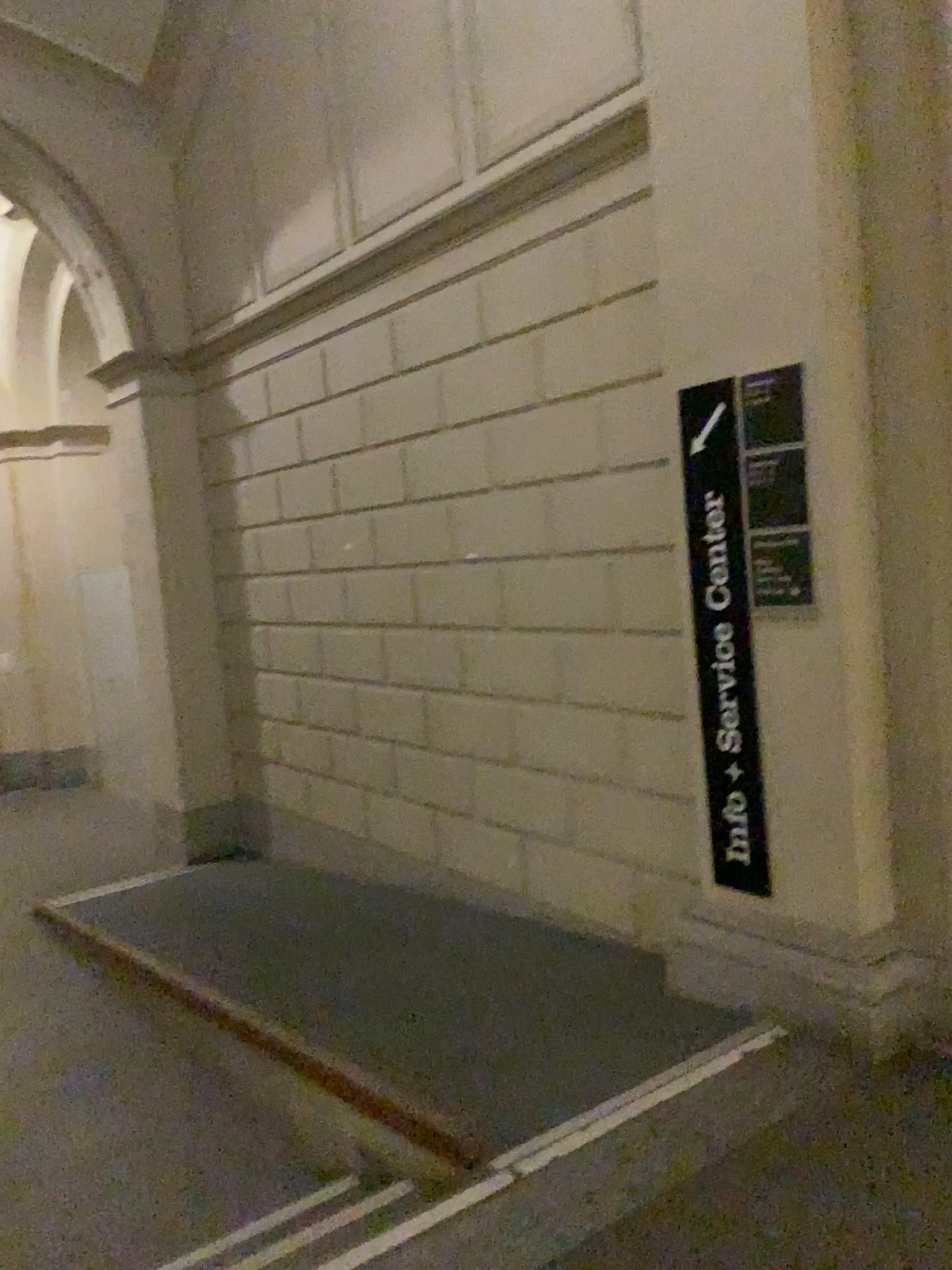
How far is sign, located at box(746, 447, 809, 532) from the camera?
2.8 meters

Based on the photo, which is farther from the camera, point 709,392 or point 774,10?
point 709,392

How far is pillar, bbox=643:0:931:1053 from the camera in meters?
2.7

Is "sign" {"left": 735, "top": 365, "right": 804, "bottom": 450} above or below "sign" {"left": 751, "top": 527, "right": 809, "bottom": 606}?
above

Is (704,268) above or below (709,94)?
below

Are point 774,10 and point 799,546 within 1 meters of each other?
no

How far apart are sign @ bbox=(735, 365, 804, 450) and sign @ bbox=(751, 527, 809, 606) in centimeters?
25cm

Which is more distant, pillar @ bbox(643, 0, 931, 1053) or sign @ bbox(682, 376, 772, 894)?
sign @ bbox(682, 376, 772, 894)

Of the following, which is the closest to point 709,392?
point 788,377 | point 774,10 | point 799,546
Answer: point 788,377

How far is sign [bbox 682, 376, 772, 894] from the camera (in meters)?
3.02
